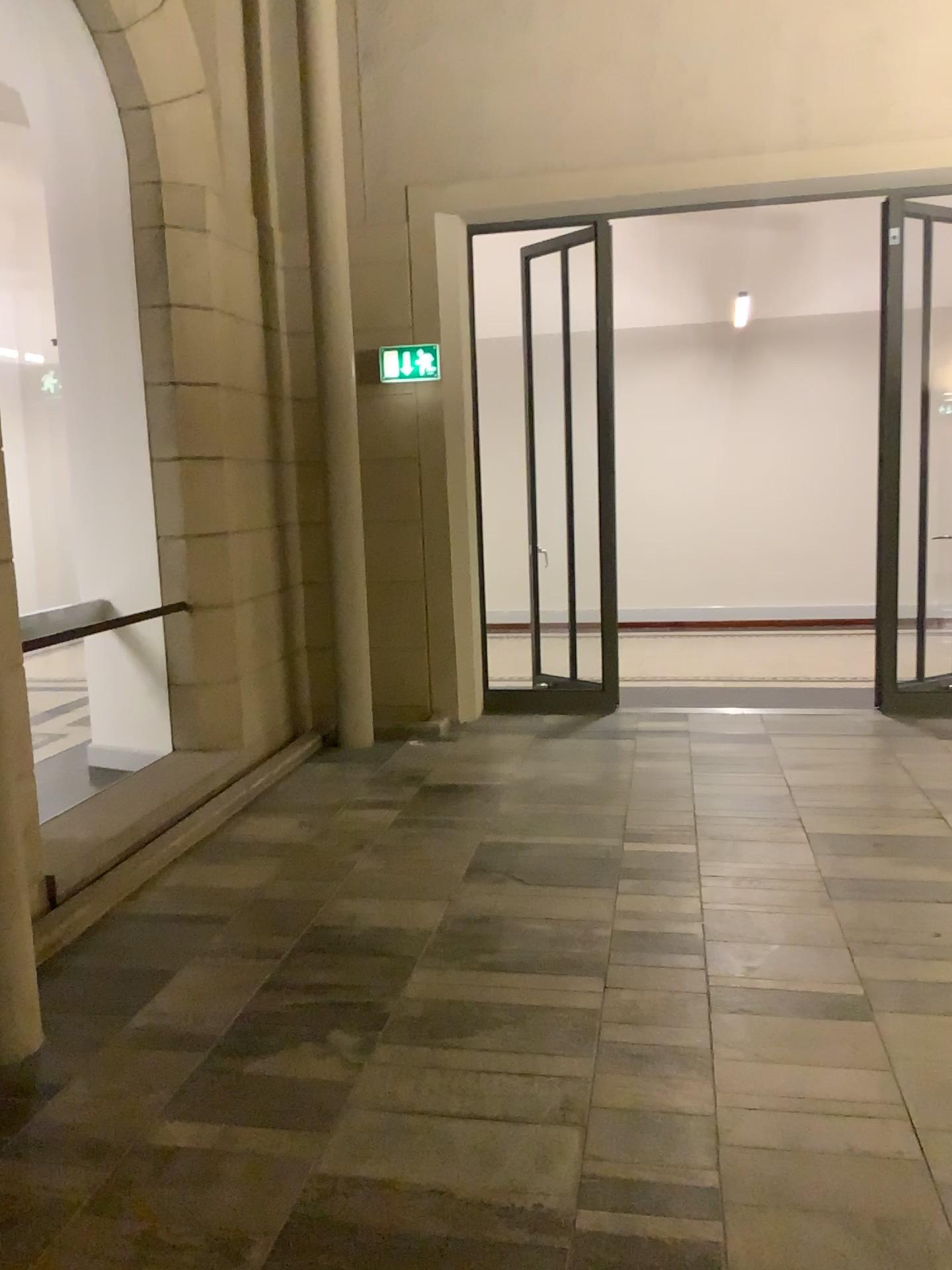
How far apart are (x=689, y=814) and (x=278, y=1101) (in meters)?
2.55
